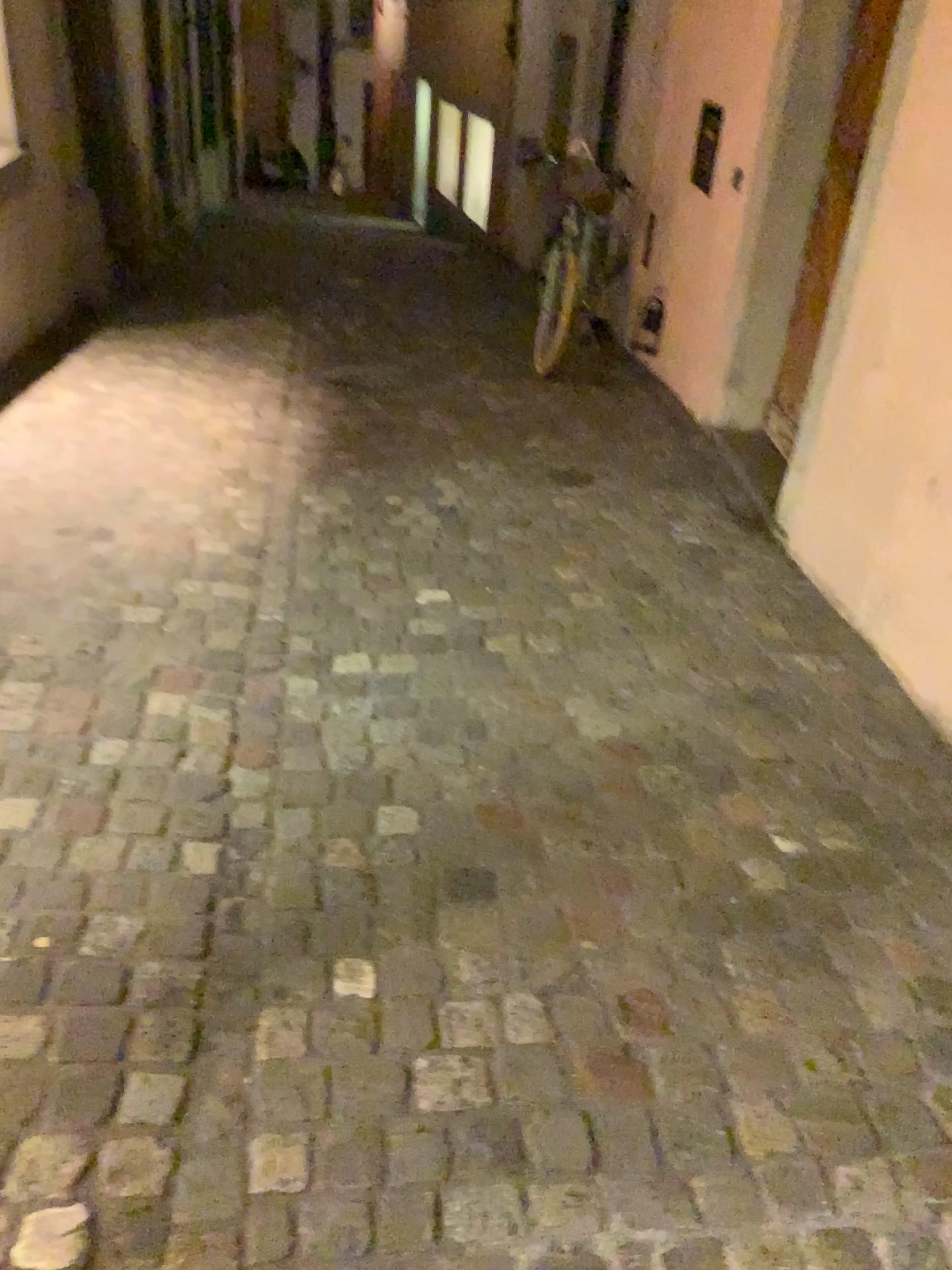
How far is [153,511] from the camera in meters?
3.5

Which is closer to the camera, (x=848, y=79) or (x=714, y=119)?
(x=848, y=79)

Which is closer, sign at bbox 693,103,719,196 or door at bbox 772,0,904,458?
door at bbox 772,0,904,458
